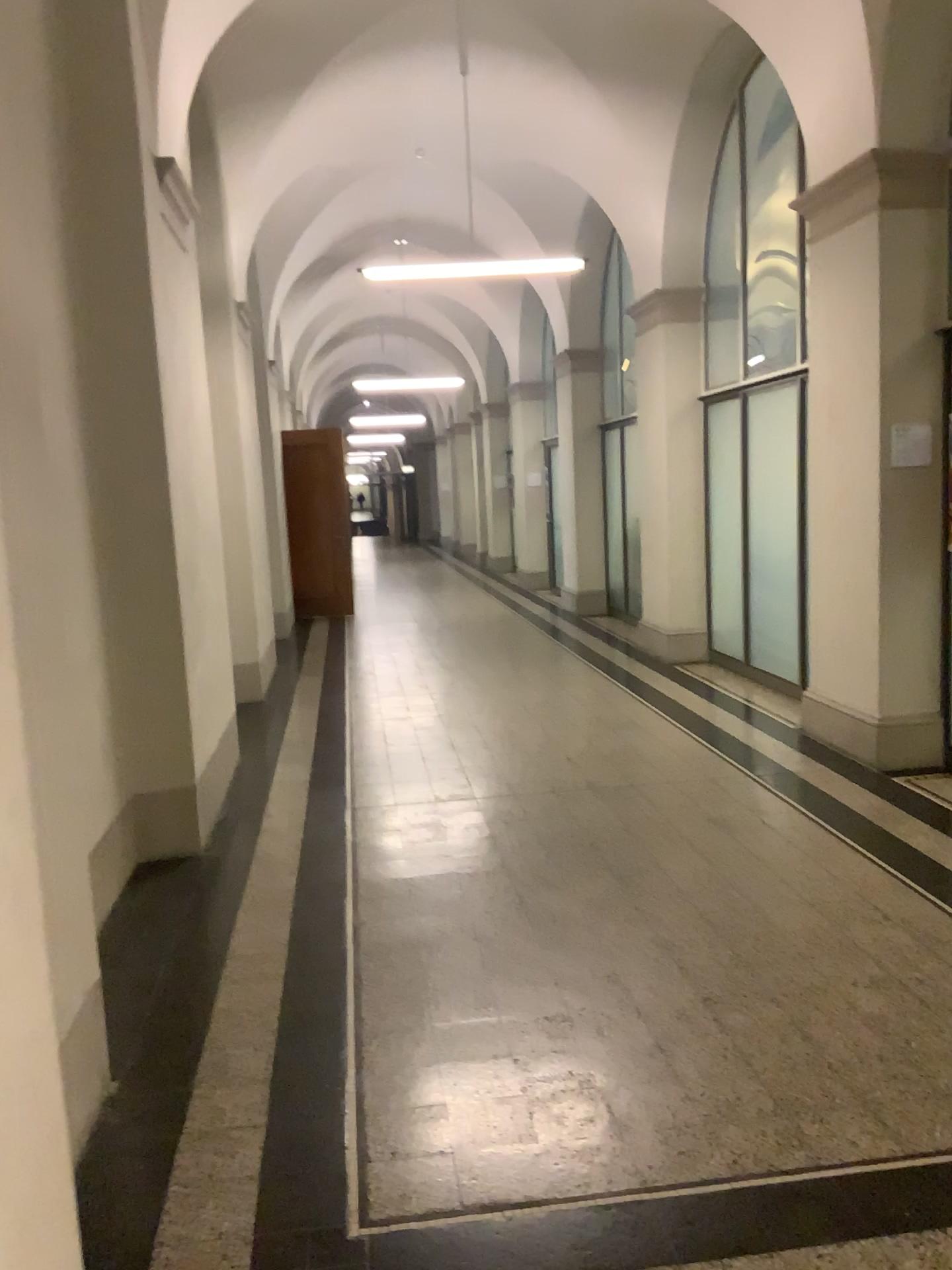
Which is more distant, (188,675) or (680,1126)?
(188,675)
